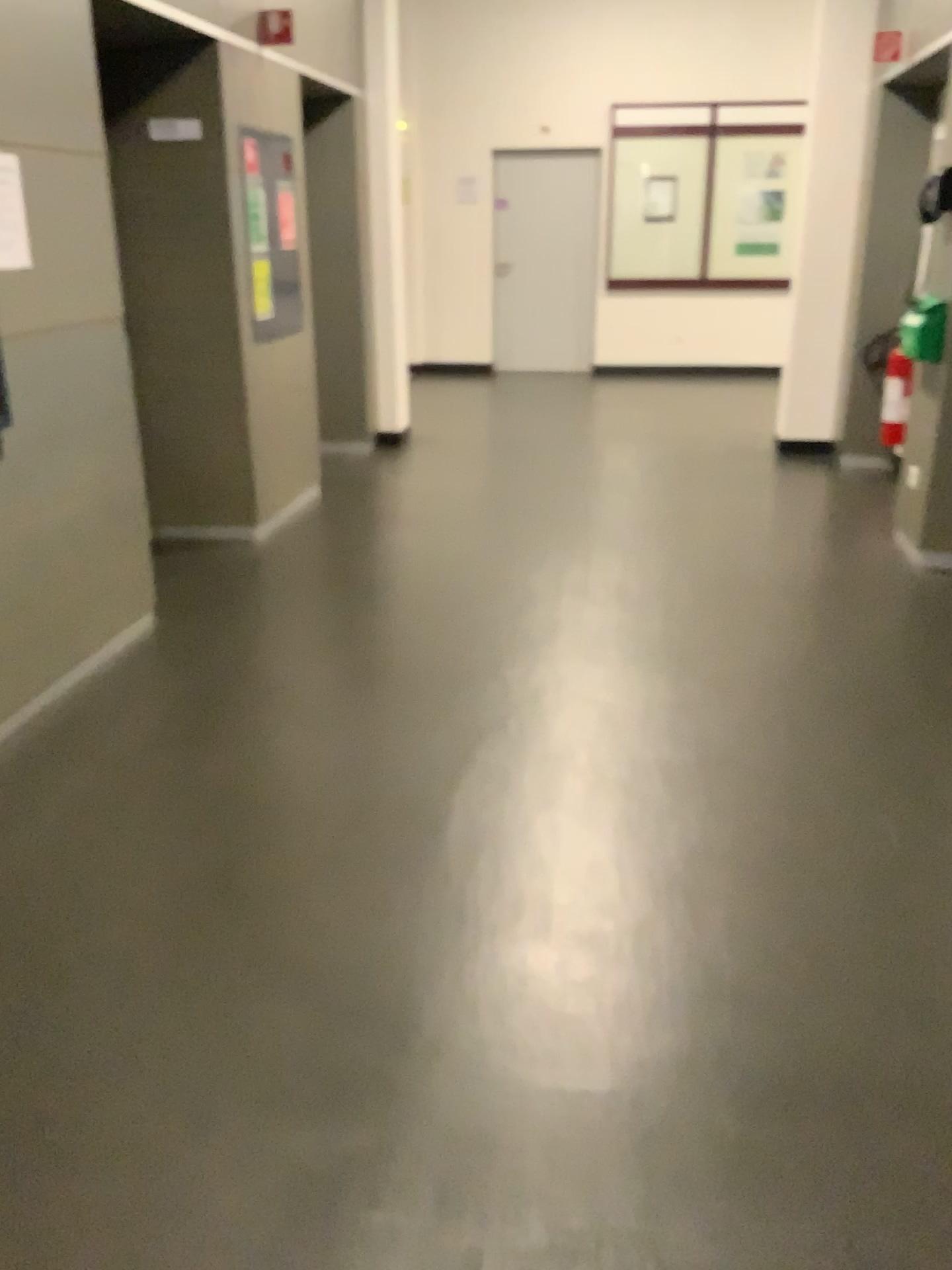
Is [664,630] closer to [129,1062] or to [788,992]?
[788,992]

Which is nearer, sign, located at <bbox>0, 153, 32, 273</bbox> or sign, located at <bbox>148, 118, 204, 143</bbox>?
sign, located at <bbox>0, 153, 32, 273</bbox>

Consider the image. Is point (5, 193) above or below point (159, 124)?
below

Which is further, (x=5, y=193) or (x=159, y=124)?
(x=159, y=124)

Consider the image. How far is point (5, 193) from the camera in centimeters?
283cm

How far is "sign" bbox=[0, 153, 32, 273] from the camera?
2.8 meters
